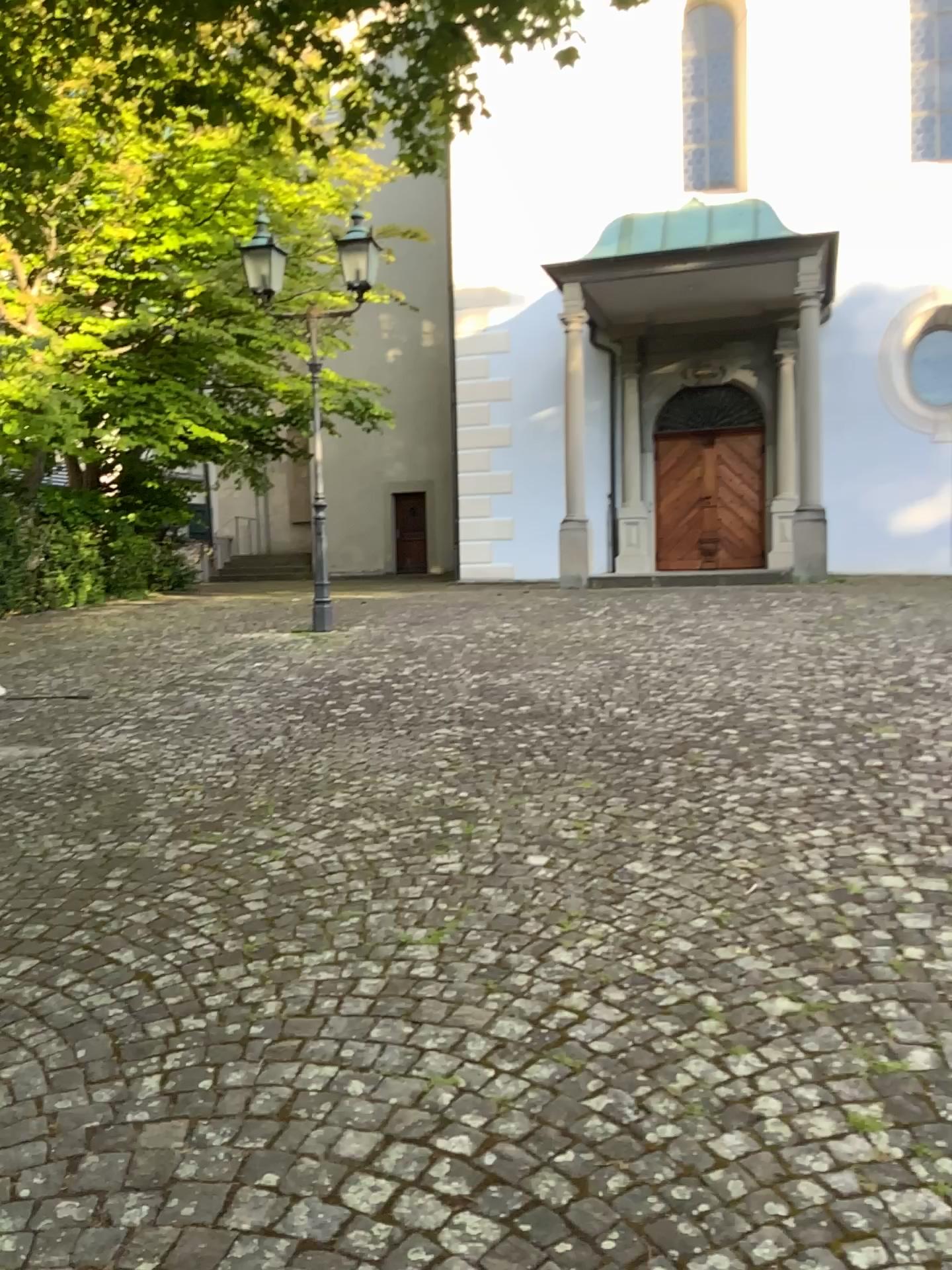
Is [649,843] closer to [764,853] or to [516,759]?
[764,853]
